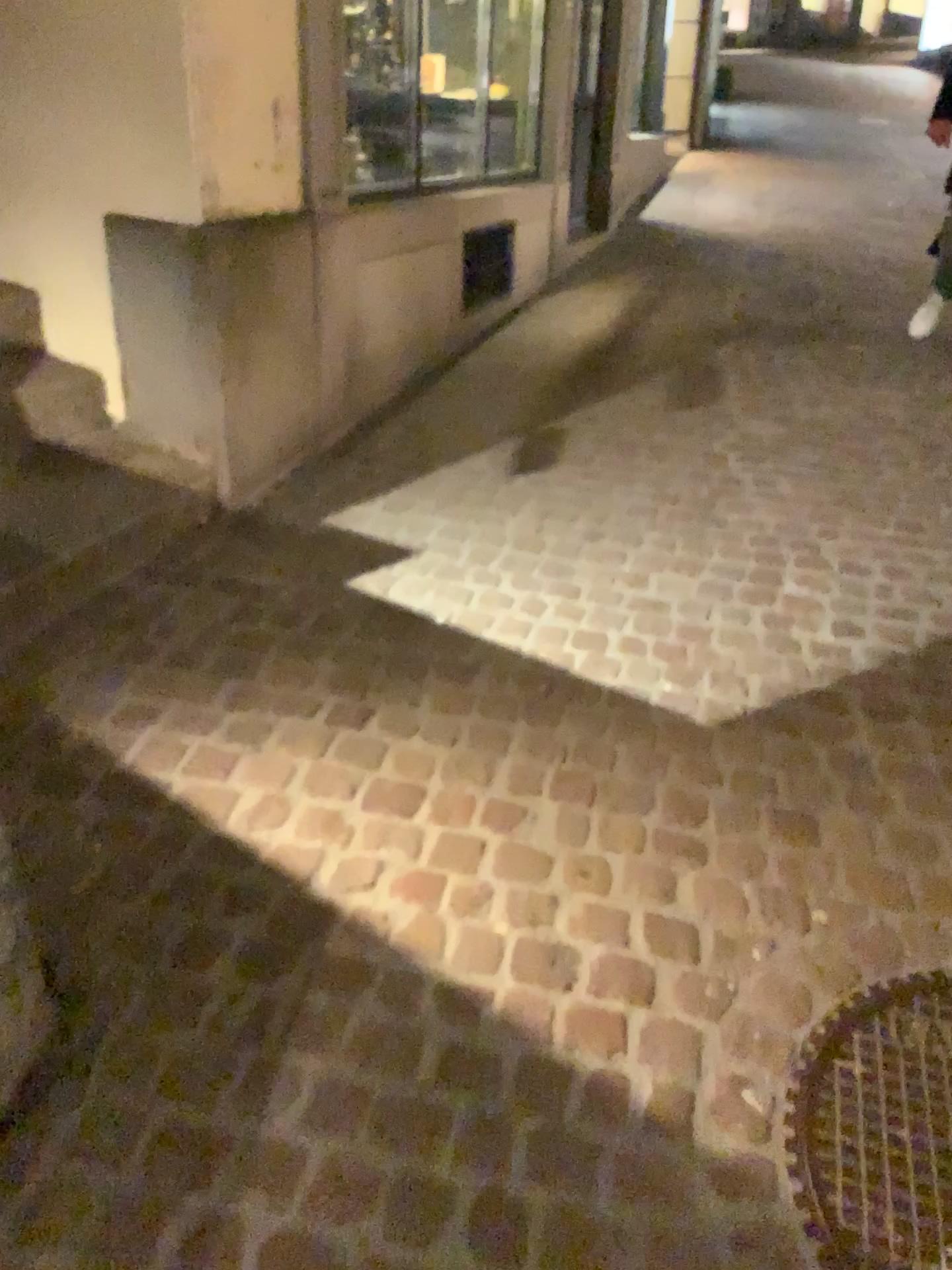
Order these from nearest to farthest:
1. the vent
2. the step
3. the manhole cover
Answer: the manhole cover → the step → the vent

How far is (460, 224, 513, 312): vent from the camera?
4.65m

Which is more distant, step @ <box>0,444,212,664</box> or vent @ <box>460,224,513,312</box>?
vent @ <box>460,224,513,312</box>

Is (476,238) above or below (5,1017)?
above

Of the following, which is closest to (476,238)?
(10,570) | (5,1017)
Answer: (10,570)

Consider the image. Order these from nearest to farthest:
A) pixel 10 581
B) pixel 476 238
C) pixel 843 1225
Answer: pixel 843 1225 < pixel 10 581 < pixel 476 238

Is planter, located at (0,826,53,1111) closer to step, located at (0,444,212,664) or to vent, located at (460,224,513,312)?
step, located at (0,444,212,664)

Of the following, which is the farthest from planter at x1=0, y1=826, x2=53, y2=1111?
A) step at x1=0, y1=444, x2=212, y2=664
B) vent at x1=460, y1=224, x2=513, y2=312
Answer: vent at x1=460, y1=224, x2=513, y2=312

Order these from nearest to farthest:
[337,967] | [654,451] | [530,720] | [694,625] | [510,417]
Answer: [337,967] → [530,720] → [694,625] → [654,451] → [510,417]

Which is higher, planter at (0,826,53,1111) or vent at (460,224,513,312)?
vent at (460,224,513,312)
